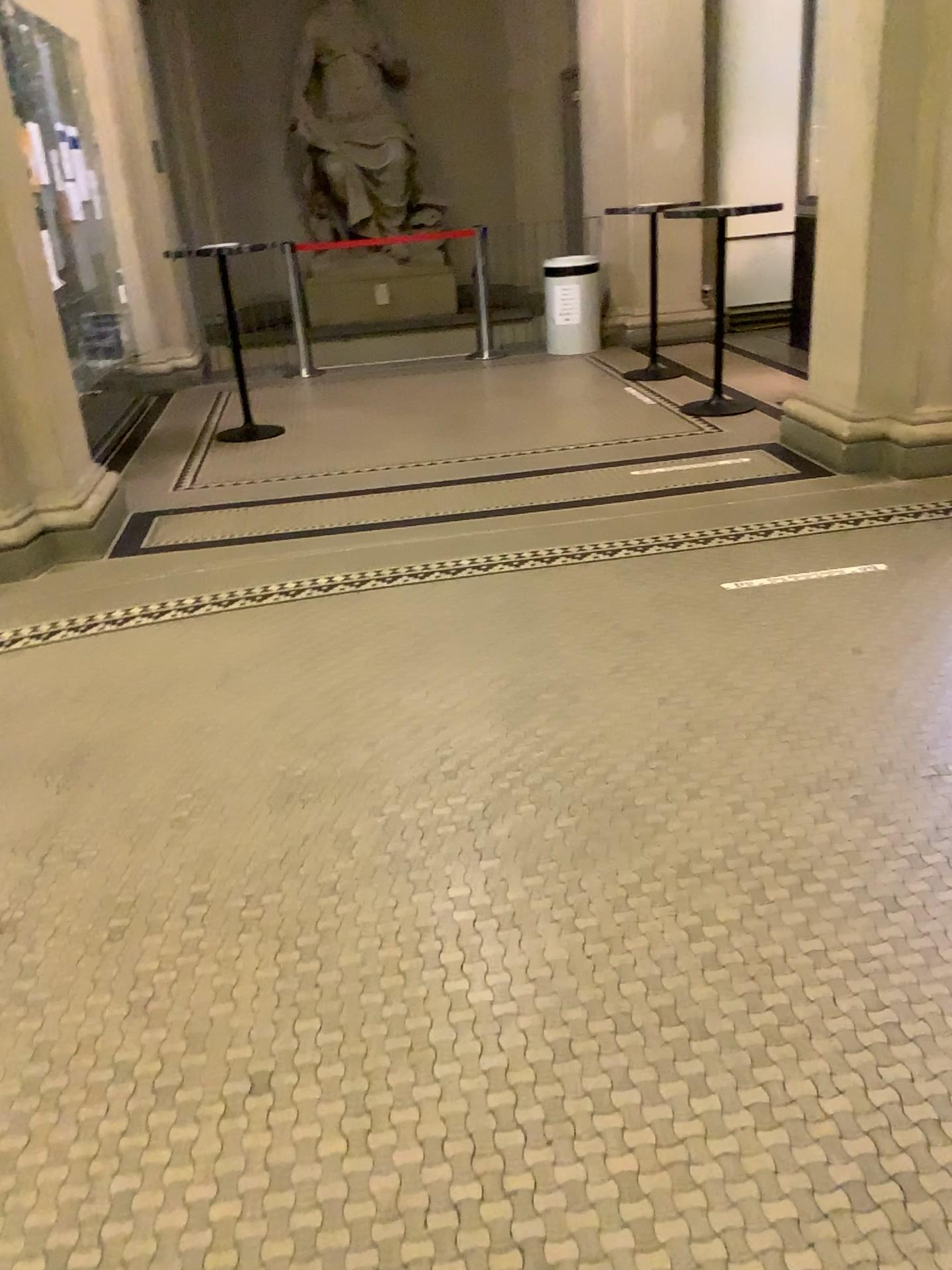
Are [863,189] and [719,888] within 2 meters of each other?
no

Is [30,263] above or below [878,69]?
below
